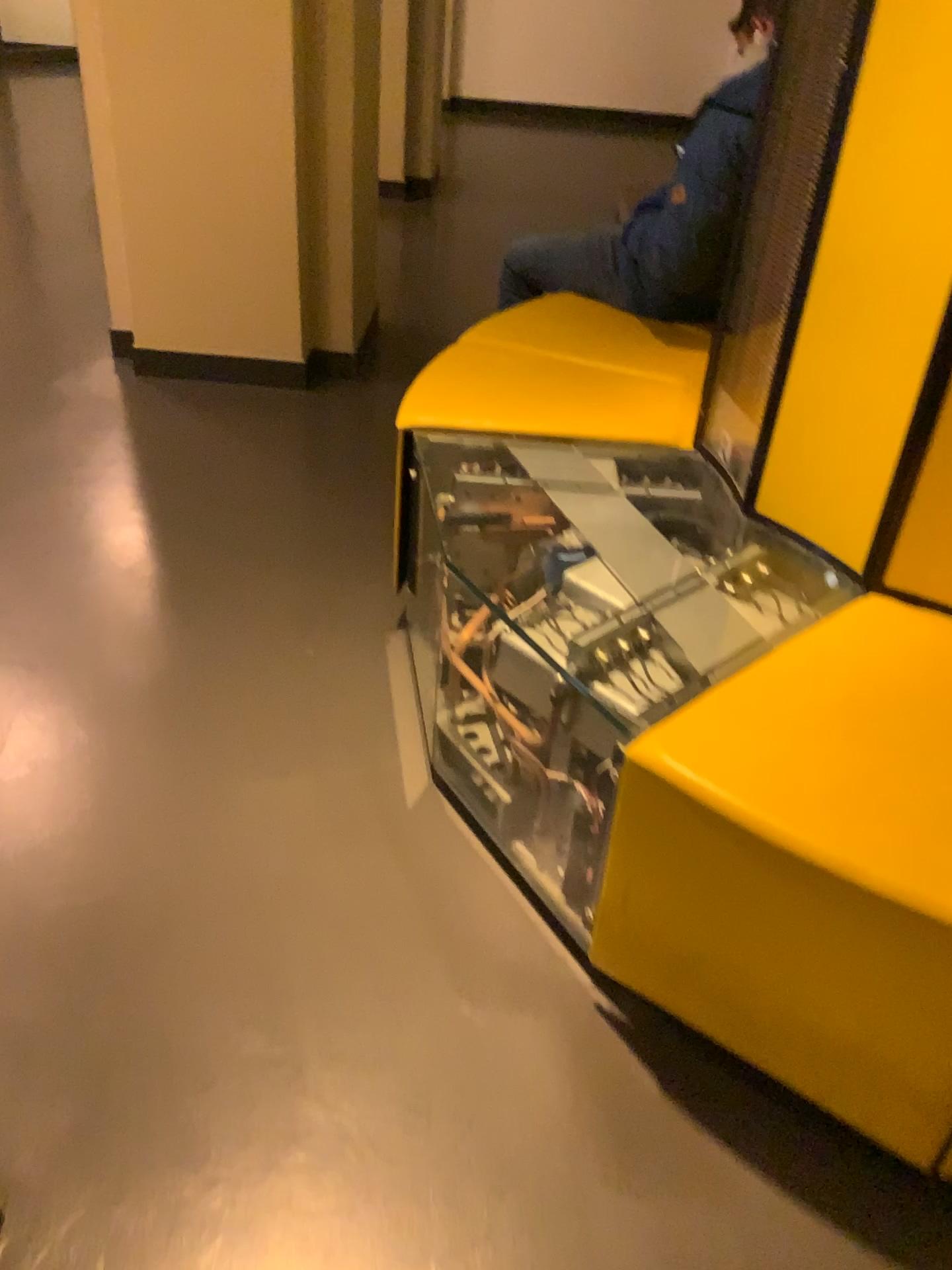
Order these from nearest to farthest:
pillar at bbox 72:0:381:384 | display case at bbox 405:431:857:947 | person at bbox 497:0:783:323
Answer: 1. display case at bbox 405:431:857:947
2. person at bbox 497:0:783:323
3. pillar at bbox 72:0:381:384

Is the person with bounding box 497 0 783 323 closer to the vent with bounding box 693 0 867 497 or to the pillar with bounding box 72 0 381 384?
the vent with bounding box 693 0 867 497

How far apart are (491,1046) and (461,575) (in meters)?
0.80

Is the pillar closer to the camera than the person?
No

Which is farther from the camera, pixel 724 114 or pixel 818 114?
pixel 724 114

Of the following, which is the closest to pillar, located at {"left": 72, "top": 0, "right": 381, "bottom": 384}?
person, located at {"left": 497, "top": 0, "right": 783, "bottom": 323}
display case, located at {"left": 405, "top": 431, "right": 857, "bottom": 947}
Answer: person, located at {"left": 497, "top": 0, "right": 783, "bottom": 323}

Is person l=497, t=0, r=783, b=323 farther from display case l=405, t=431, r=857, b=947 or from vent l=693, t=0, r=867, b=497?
display case l=405, t=431, r=857, b=947

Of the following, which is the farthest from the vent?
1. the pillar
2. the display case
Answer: the pillar

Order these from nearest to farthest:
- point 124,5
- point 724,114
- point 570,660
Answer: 1. point 570,660
2. point 724,114
3. point 124,5

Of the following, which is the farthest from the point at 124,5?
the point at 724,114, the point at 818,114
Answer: the point at 818,114
